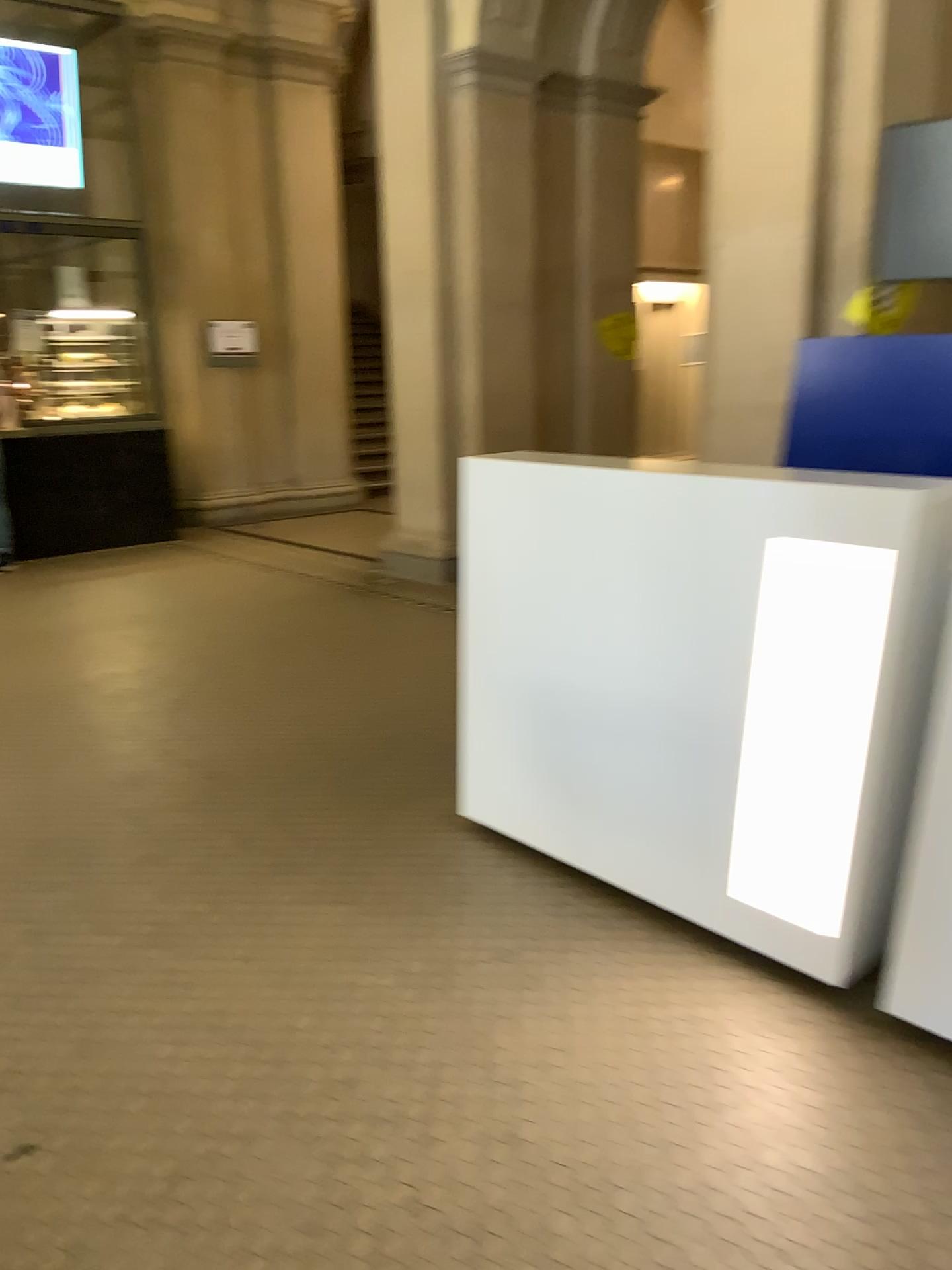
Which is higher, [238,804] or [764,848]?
[764,848]

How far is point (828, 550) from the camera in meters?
2.2 m

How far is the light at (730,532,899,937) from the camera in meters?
2.2
